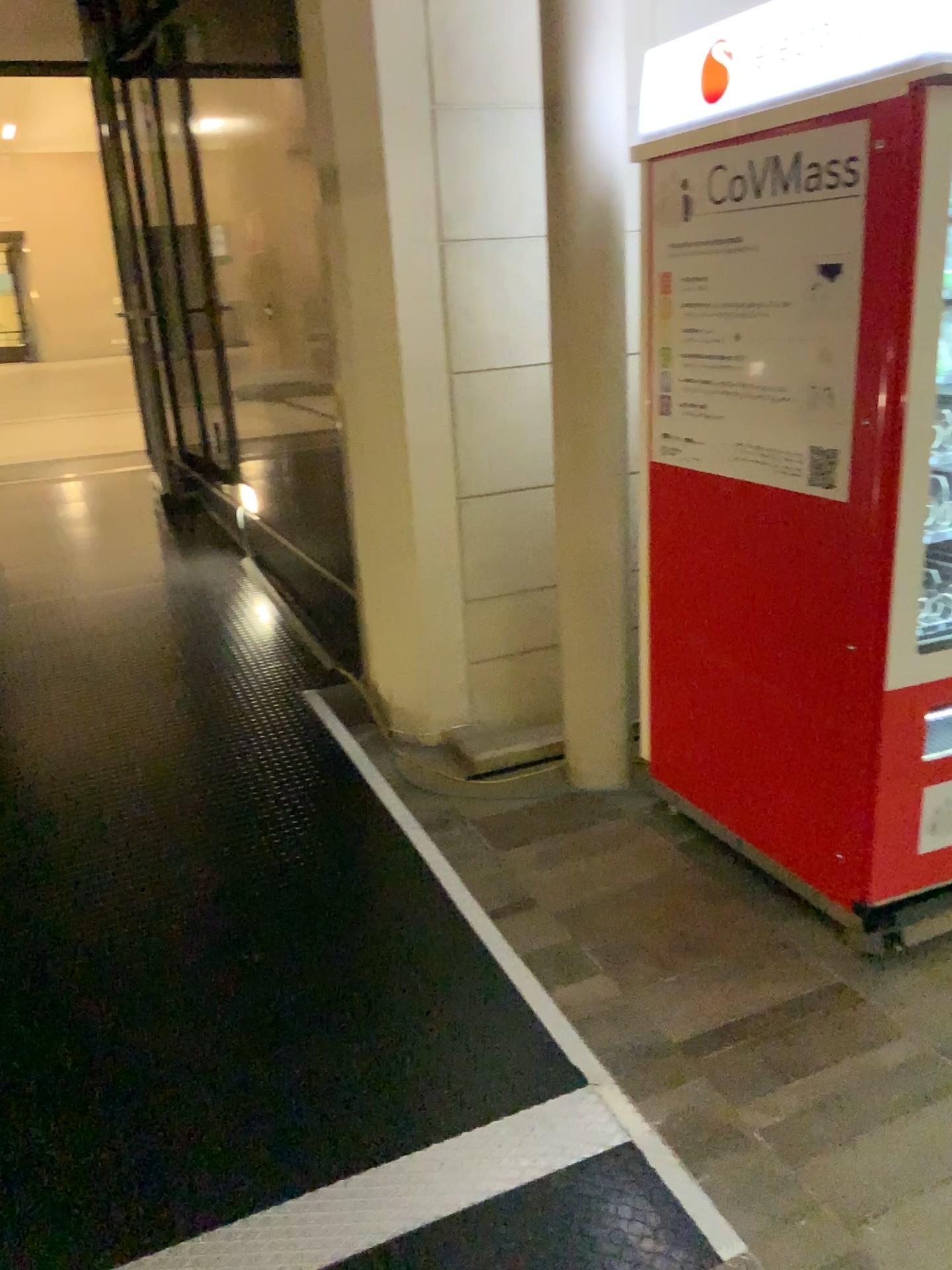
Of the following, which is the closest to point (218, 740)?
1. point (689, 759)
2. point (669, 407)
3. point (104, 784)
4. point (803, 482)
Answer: point (104, 784)

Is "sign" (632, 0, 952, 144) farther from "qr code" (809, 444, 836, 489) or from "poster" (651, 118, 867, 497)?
"qr code" (809, 444, 836, 489)

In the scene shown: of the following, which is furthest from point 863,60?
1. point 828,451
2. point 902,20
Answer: Answer: point 828,451

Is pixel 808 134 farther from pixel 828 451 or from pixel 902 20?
pixel 828 451

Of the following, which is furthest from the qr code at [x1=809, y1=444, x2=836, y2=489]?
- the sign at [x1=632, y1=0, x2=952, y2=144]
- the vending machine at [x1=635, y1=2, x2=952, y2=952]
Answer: the sign at [x1=632, y1=0, x2=952, y2=144]

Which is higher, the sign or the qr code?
the sign

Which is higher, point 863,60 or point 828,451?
point 863,60

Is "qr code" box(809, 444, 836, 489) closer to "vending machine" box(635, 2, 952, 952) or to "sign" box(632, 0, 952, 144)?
"vending machine" box(635, 2, 952, 952)
